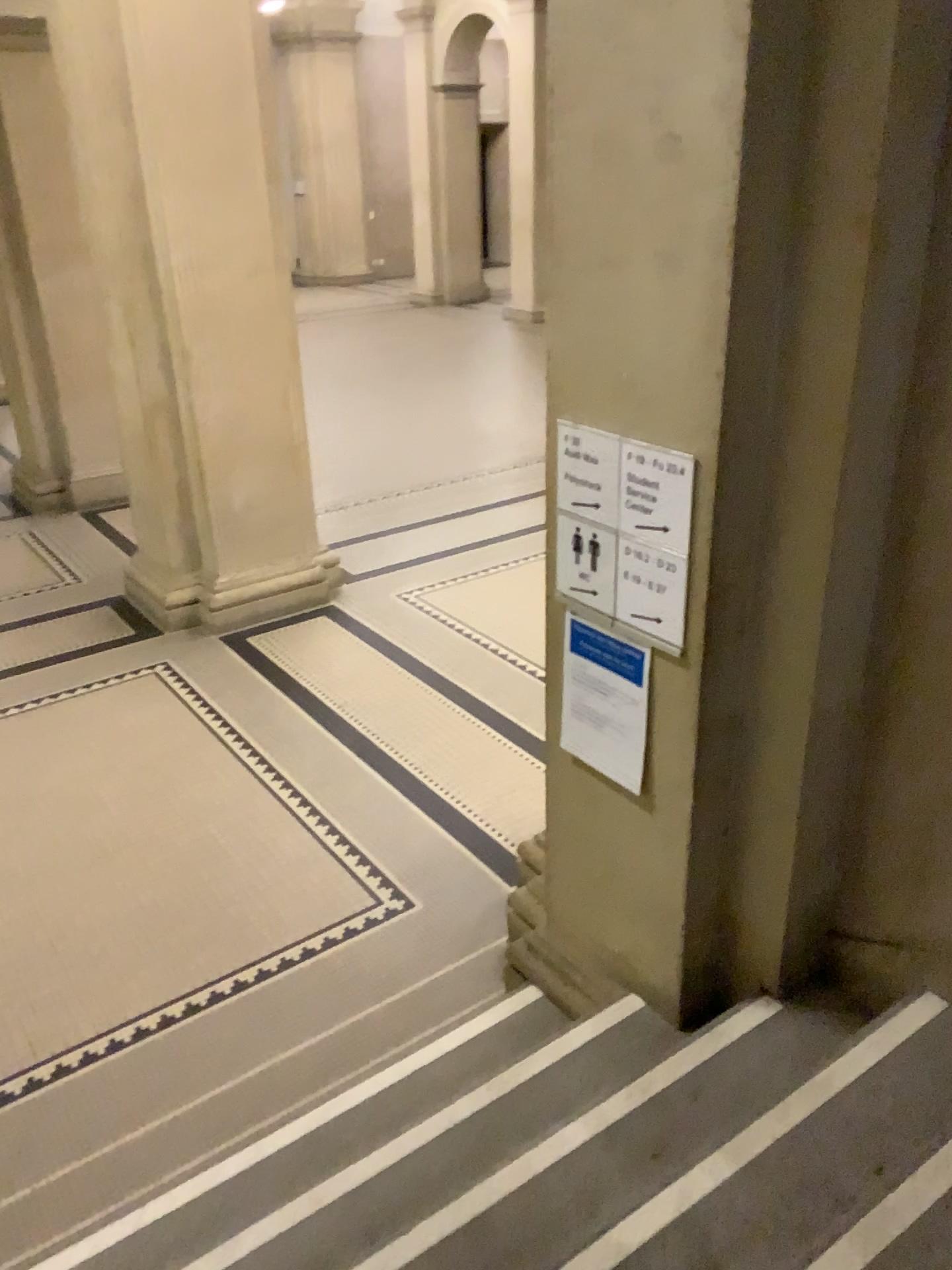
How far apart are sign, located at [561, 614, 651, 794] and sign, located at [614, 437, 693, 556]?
0.3 meters

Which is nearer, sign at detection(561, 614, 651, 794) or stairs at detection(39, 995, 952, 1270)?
stairs at detection(39, 995, 952, 1270)

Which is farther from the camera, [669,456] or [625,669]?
[625,669]

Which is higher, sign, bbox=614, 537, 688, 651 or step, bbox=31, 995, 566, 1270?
sign, bbox=614, 537, 688, 651

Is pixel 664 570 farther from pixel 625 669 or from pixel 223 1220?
pixel 223 1220

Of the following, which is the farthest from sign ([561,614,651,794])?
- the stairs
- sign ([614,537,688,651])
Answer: the stairs

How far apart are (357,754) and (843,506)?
2.9m

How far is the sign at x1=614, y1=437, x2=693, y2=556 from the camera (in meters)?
2.16

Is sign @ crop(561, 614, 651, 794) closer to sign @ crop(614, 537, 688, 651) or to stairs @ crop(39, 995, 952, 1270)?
sign @ crop(614, 537, 688, 651)

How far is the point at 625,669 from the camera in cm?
247
